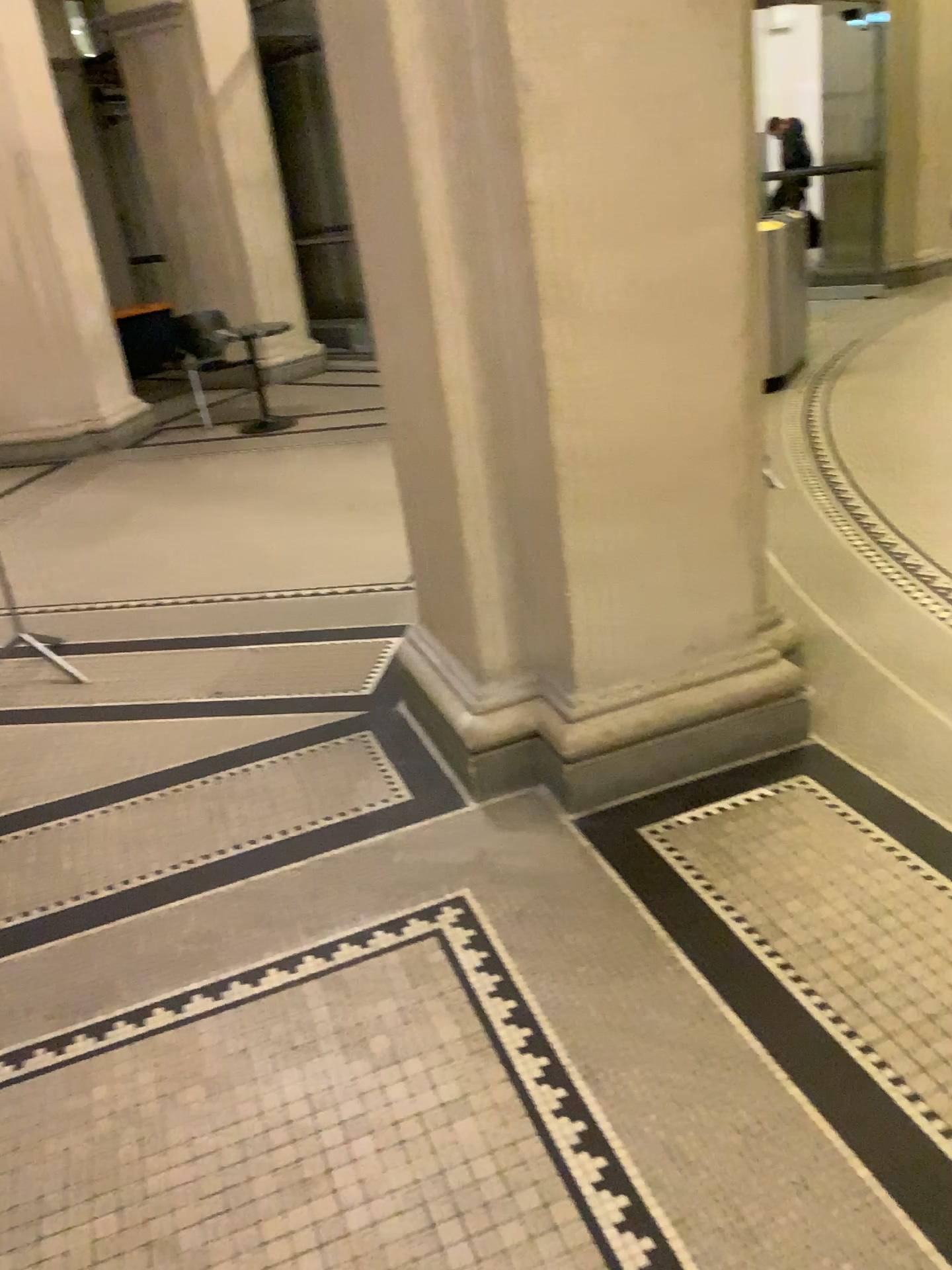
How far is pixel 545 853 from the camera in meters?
2.5 m
